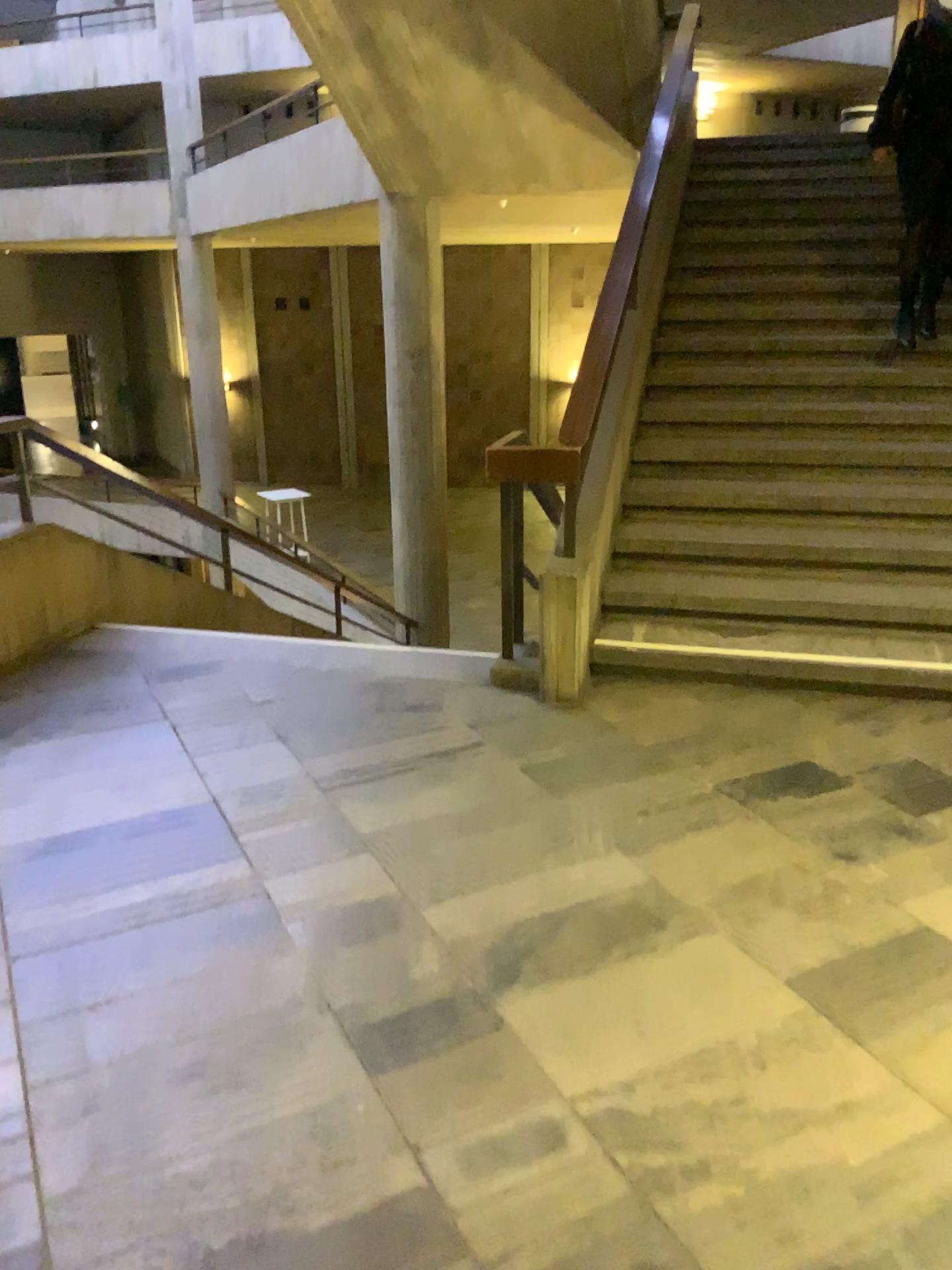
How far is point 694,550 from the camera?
4.5 meters
